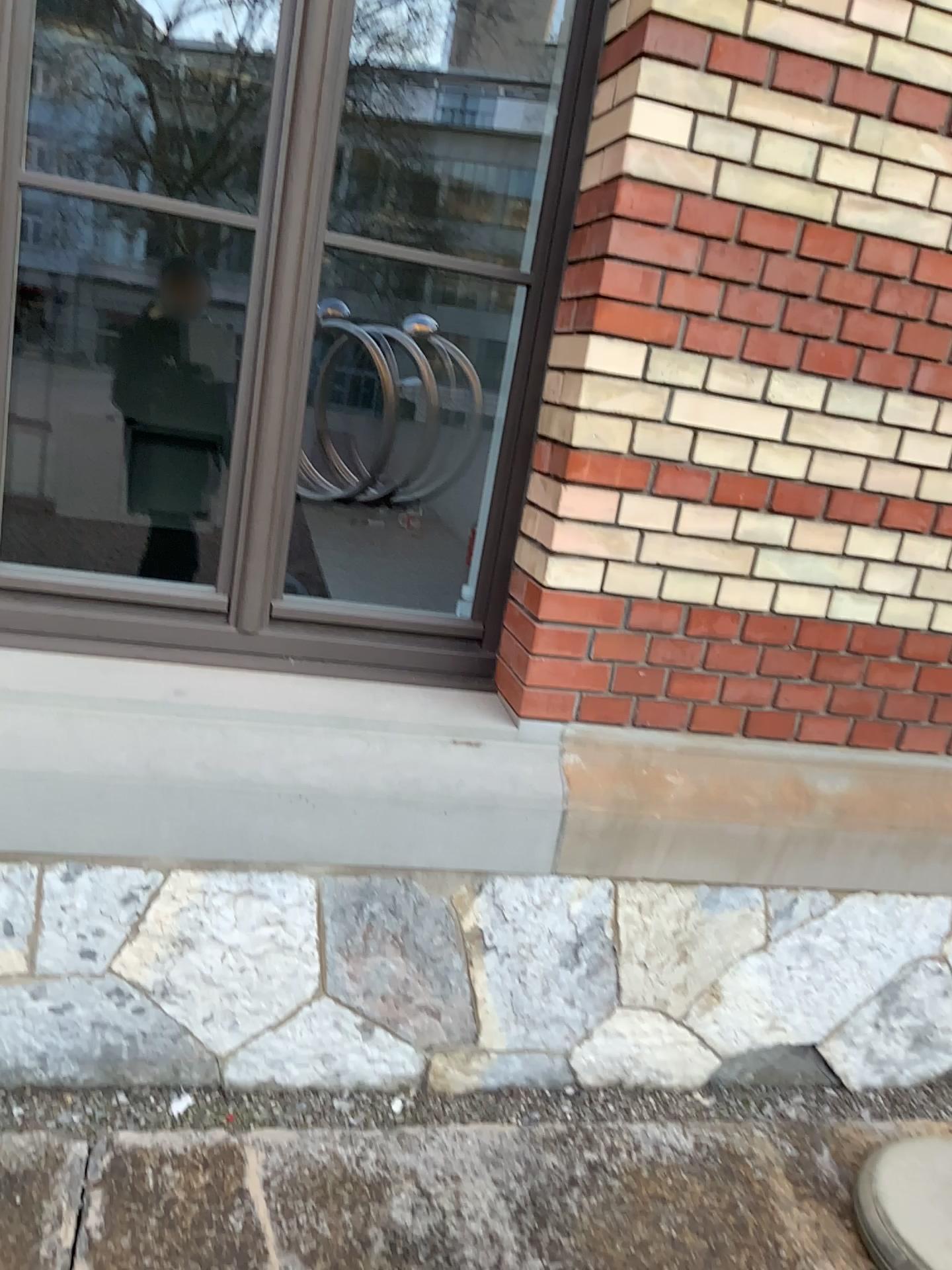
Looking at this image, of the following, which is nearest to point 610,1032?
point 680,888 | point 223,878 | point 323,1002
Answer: point 680,888

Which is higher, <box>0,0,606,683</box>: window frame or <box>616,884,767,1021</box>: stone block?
<box>0,0,606,683</box>: window frame

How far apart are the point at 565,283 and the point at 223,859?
1.34m

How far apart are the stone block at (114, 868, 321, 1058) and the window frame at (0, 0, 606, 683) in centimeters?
46cm

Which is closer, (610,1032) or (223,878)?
(223,878)

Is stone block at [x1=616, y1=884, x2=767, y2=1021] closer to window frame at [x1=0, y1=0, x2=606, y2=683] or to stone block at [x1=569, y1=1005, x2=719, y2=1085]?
stone block at [x1=569, y1=1005, x2=719, y2=1085]

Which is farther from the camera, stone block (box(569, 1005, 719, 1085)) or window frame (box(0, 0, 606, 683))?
stone block (box(569, 1005, 719, 1085))

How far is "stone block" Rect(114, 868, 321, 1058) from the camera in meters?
2.0

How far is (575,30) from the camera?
2.07m

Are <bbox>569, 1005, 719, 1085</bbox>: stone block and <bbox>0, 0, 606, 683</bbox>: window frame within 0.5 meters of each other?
no
